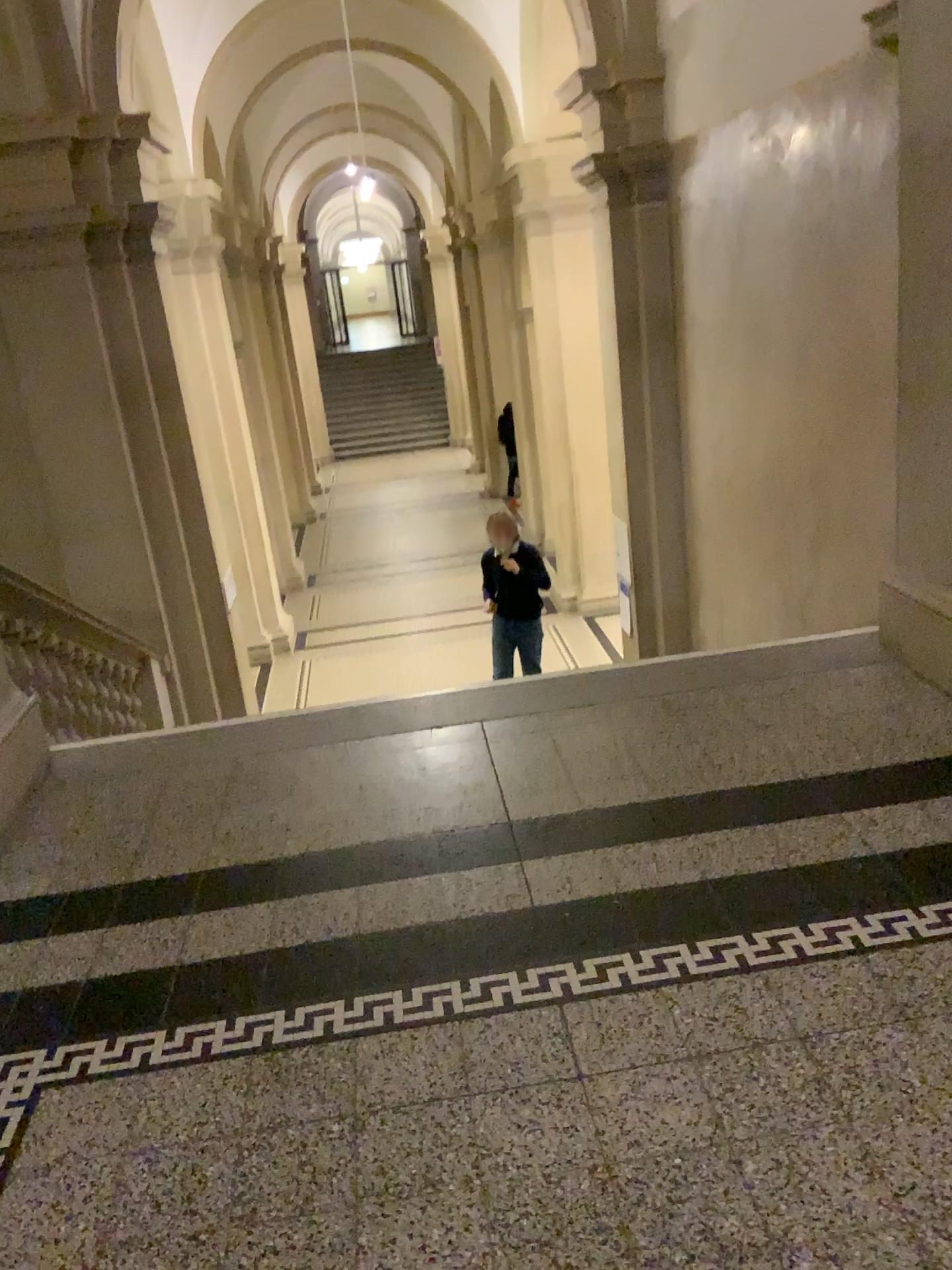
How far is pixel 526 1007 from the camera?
2.1 meters
